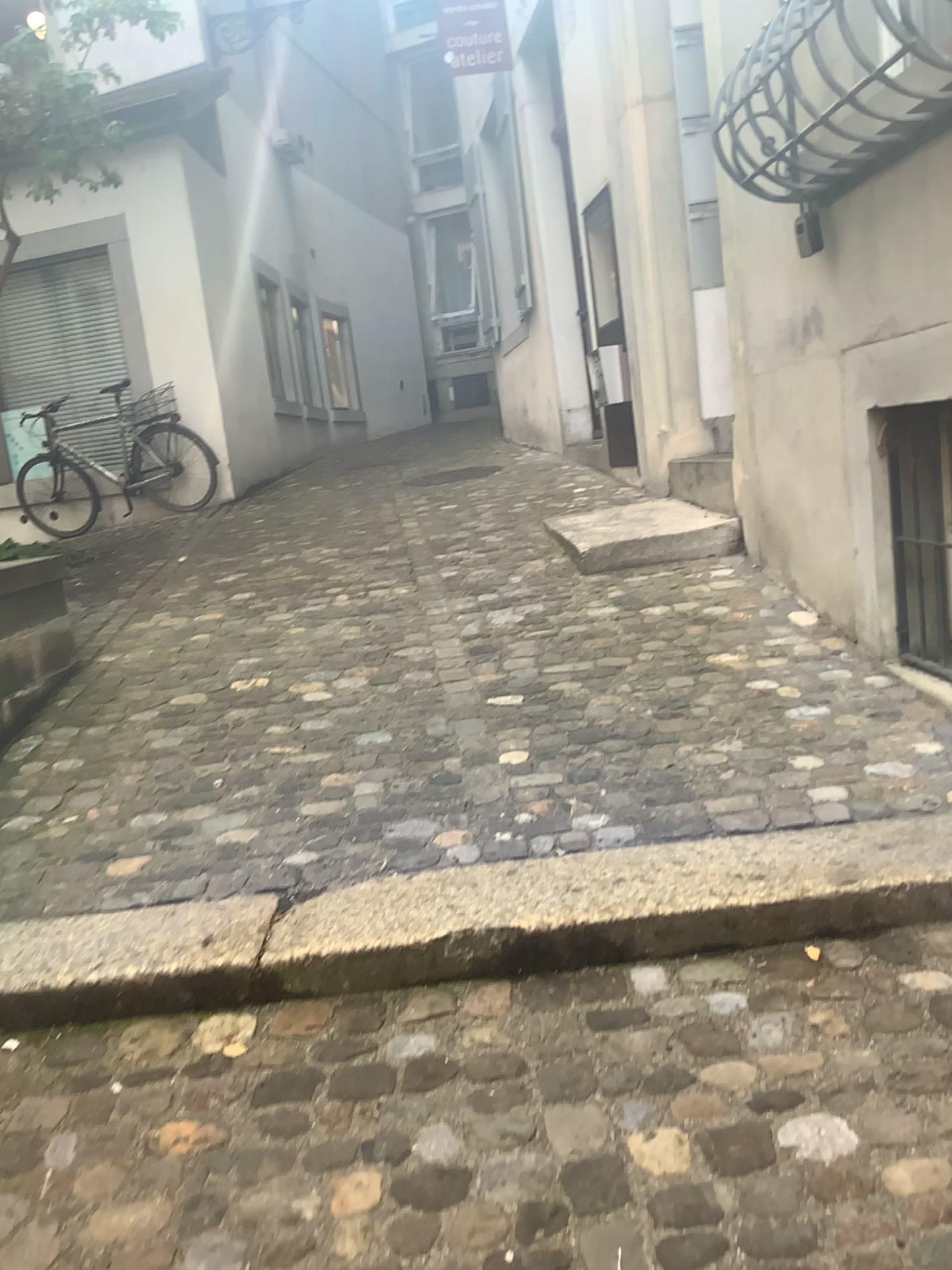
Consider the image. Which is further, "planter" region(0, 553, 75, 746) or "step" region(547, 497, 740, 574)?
"step" region(547, 497, 740, 574)

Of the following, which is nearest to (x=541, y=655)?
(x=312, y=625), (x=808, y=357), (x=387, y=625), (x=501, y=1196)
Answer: (x=387, y=625)

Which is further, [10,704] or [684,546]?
[684,546]
